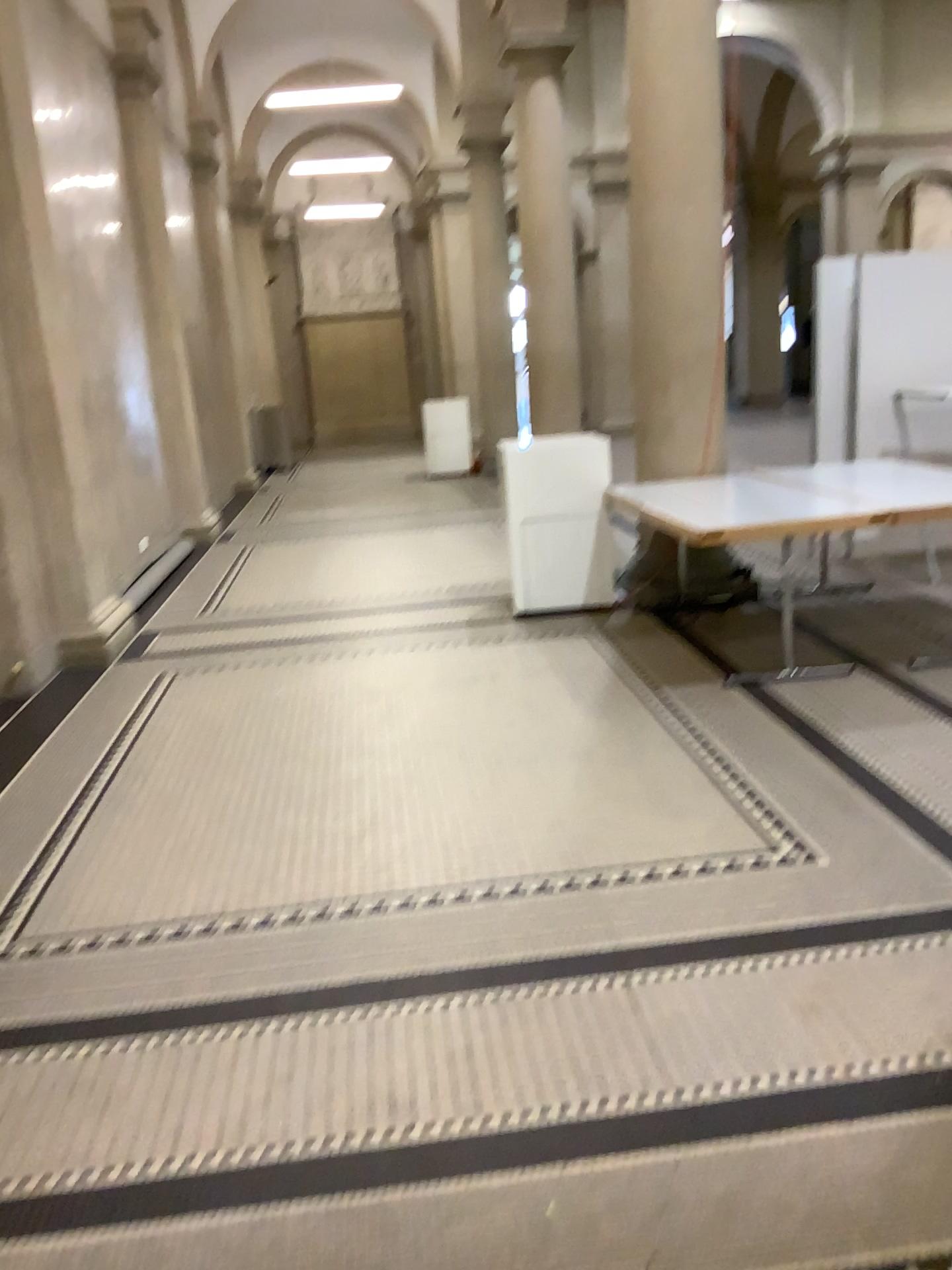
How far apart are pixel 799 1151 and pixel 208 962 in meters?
1.6
